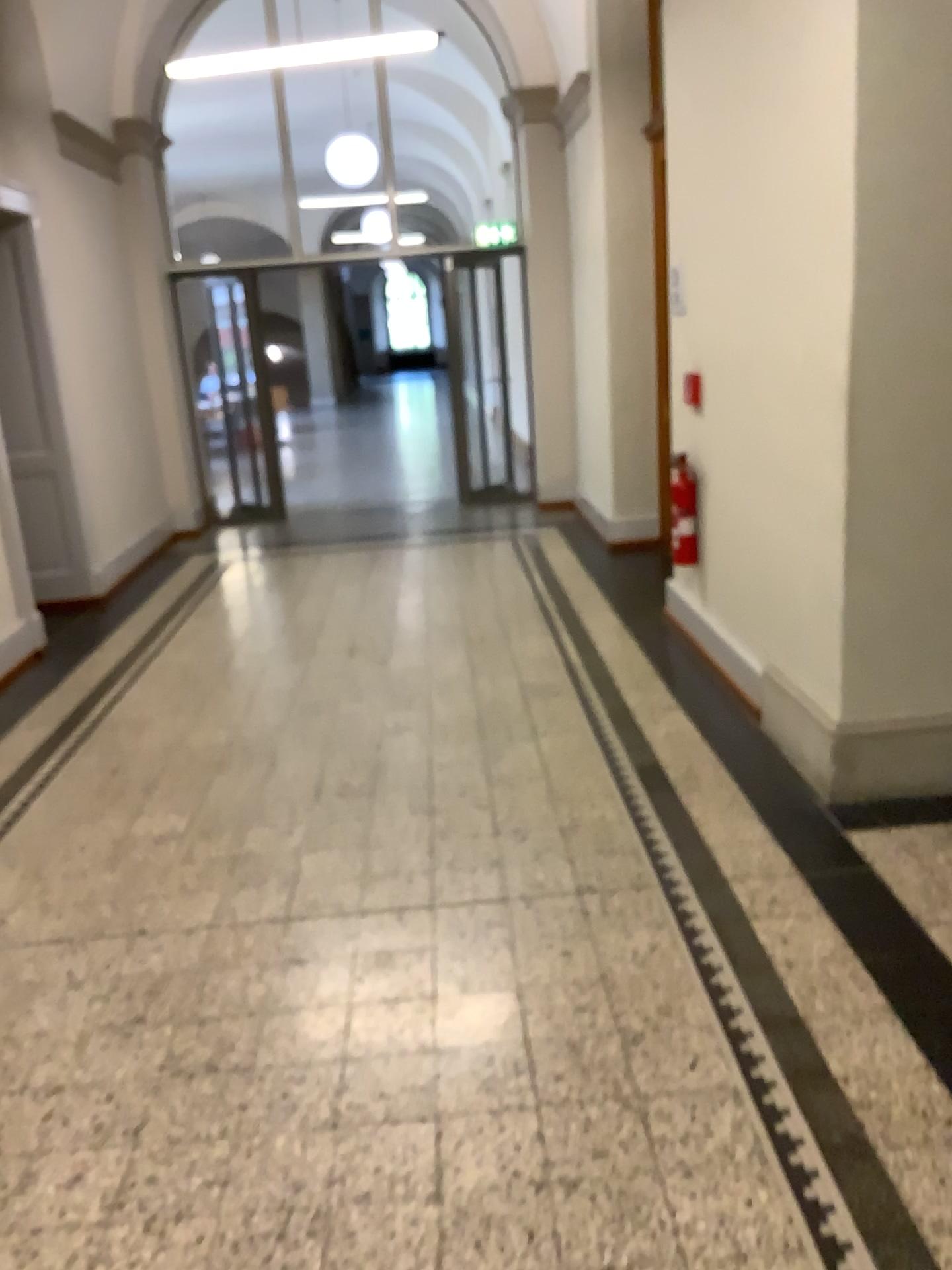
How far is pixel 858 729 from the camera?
3.31m

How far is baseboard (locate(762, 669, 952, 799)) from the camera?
3.3m

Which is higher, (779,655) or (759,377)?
(759,377)
